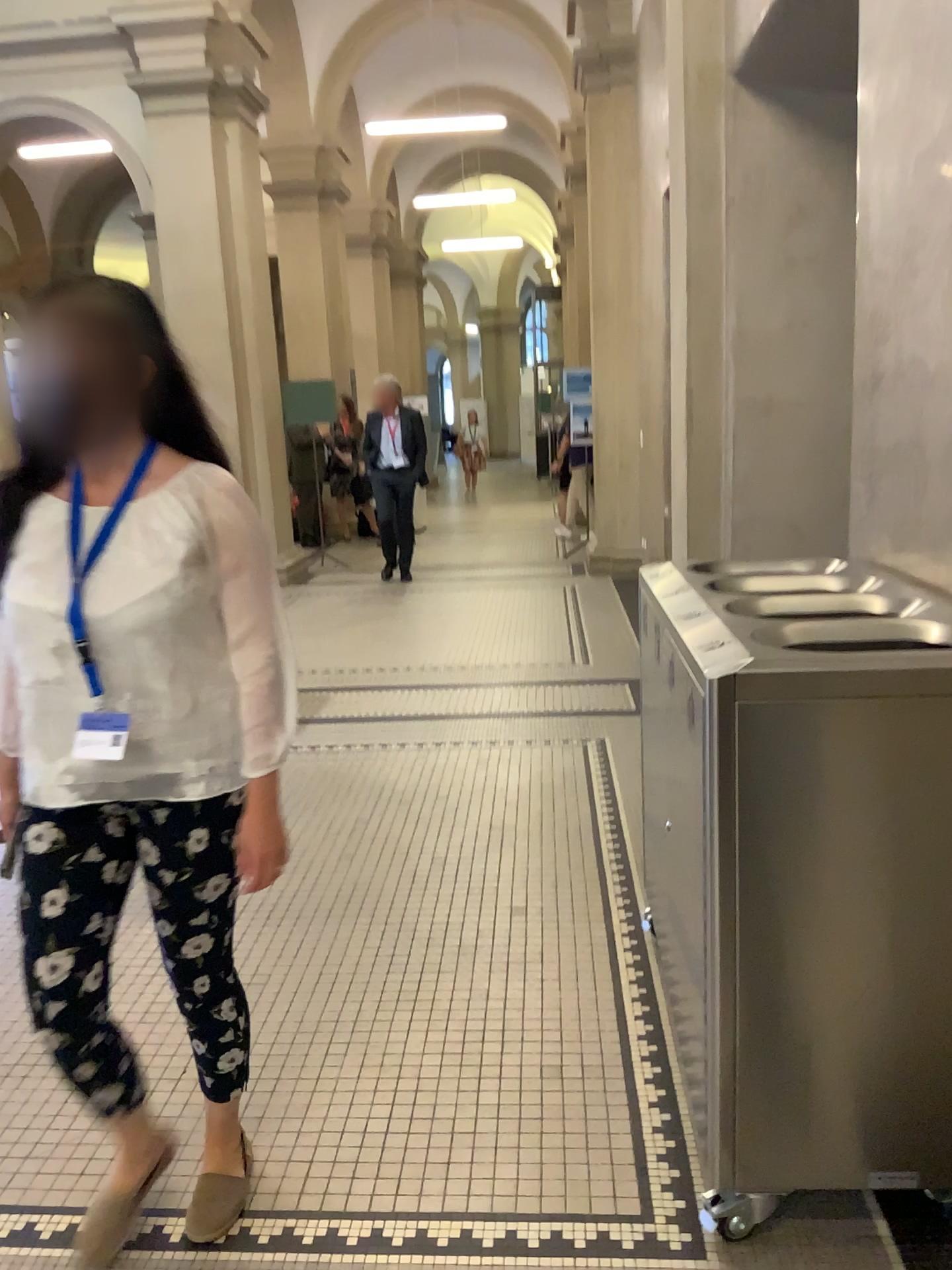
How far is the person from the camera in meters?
1.6

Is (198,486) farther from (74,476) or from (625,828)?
(625,828)

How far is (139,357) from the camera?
1.6m
